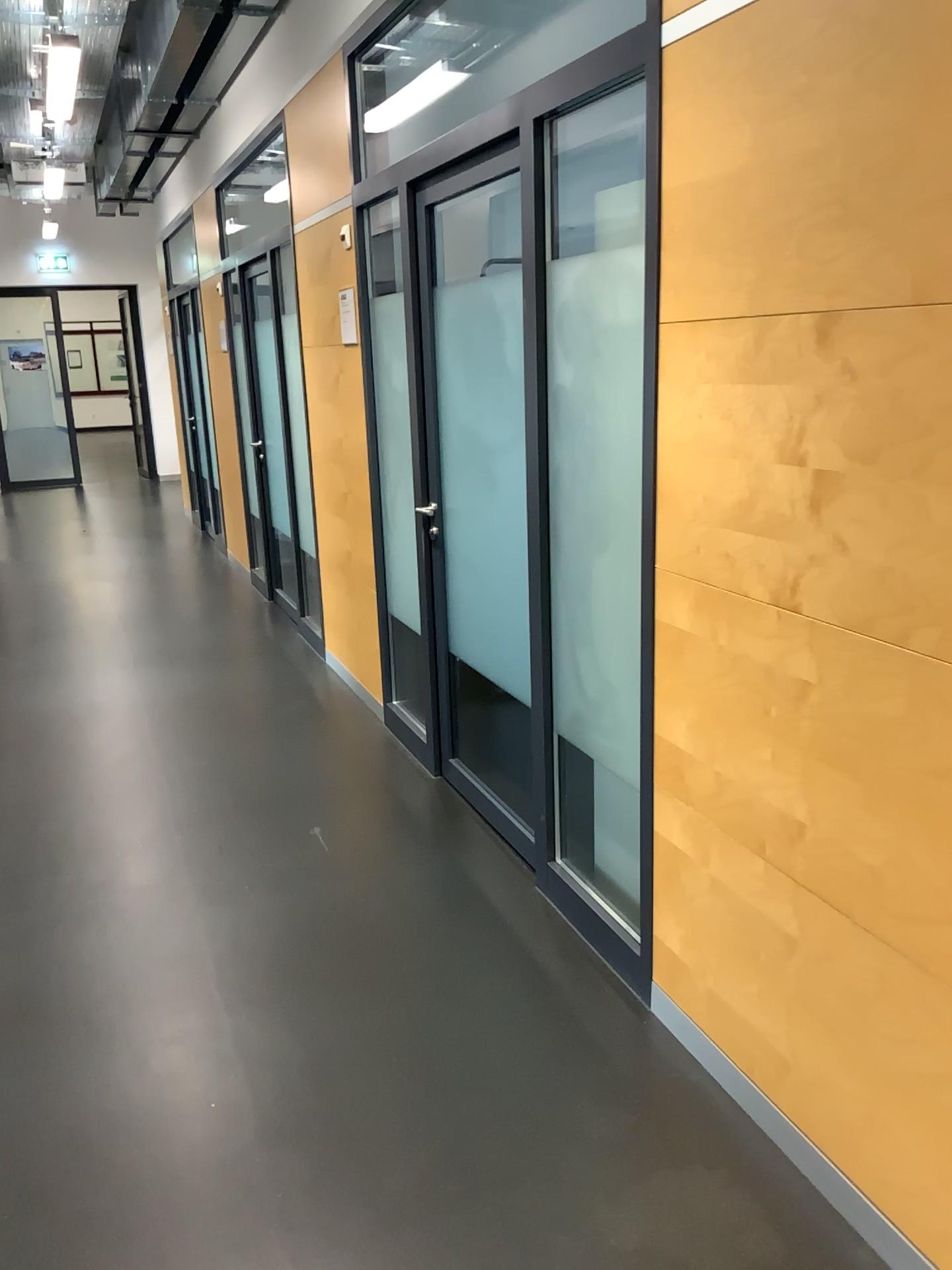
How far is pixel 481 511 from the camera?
4.41m

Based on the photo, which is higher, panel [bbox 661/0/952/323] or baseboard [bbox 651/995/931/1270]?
panel [bbox 661/0/952/323]

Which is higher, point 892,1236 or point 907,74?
point 907,74
